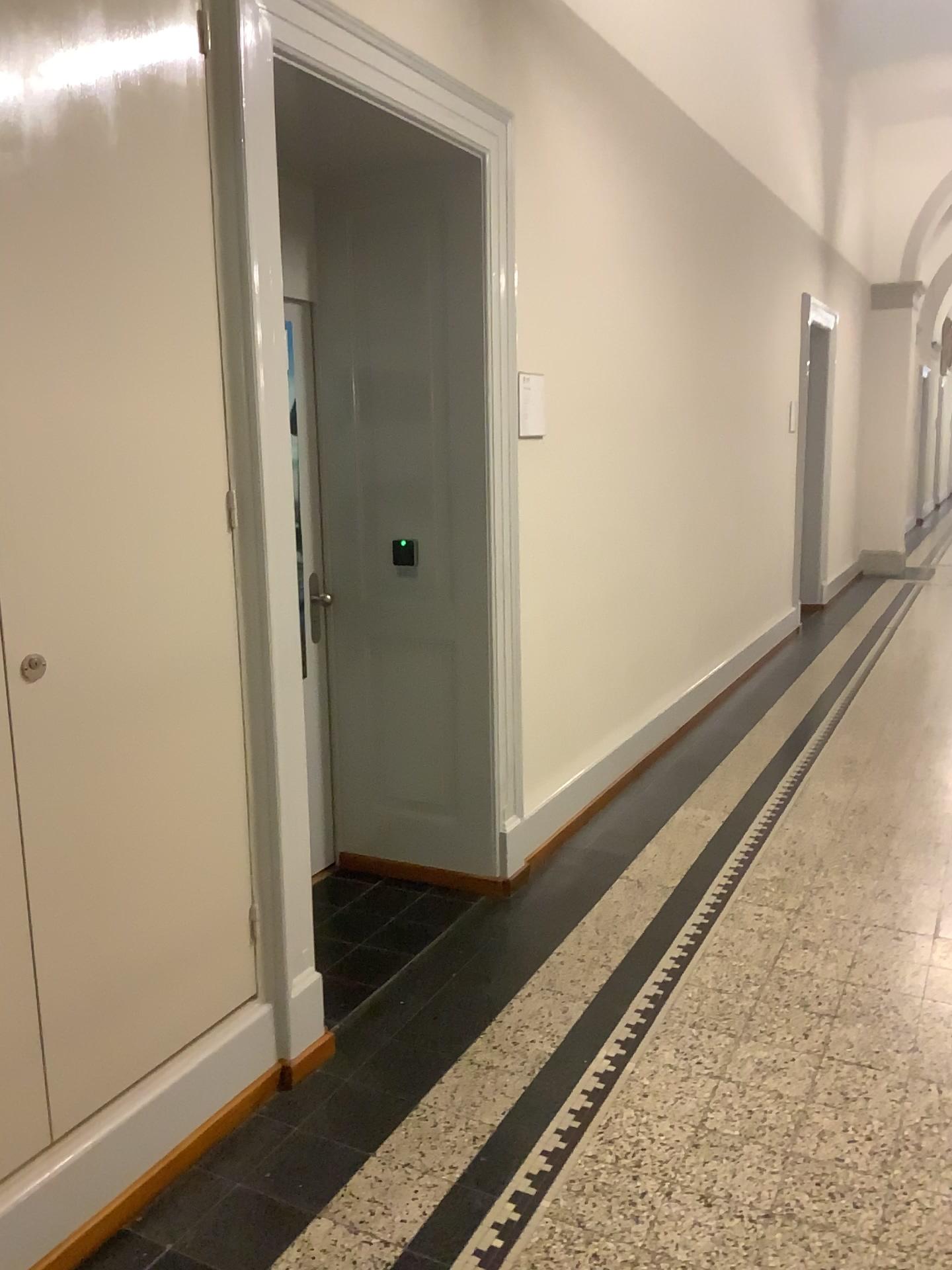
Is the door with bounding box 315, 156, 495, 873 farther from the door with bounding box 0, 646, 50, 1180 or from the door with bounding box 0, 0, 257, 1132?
the door with bounding box 0, 646, 50, 1180

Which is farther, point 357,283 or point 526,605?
point 526,605

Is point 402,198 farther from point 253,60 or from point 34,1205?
point 34,1205

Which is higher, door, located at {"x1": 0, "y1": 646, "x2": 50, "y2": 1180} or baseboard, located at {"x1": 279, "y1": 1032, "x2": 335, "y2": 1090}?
door, located at {"x1": 0, "y1": 646, "x2": 50, "y2": 1180}

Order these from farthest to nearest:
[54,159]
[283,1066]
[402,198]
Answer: [402,198] < [283,1066] < [54,159]

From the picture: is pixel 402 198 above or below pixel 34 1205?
above

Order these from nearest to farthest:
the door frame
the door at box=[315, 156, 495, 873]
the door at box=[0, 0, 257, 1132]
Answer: the door at box=[0, 0, 257, 1132], the door frame, the door at box=[315, 156, 495, 873]

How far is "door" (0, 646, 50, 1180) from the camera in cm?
181

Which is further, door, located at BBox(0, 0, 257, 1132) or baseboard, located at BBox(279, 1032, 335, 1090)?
baseboard, located at BBox(279, 1032, 335, 1090)

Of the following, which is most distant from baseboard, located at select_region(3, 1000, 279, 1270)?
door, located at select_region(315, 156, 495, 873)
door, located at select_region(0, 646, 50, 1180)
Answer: door, located at select_region(315, 156, 495, 873)
